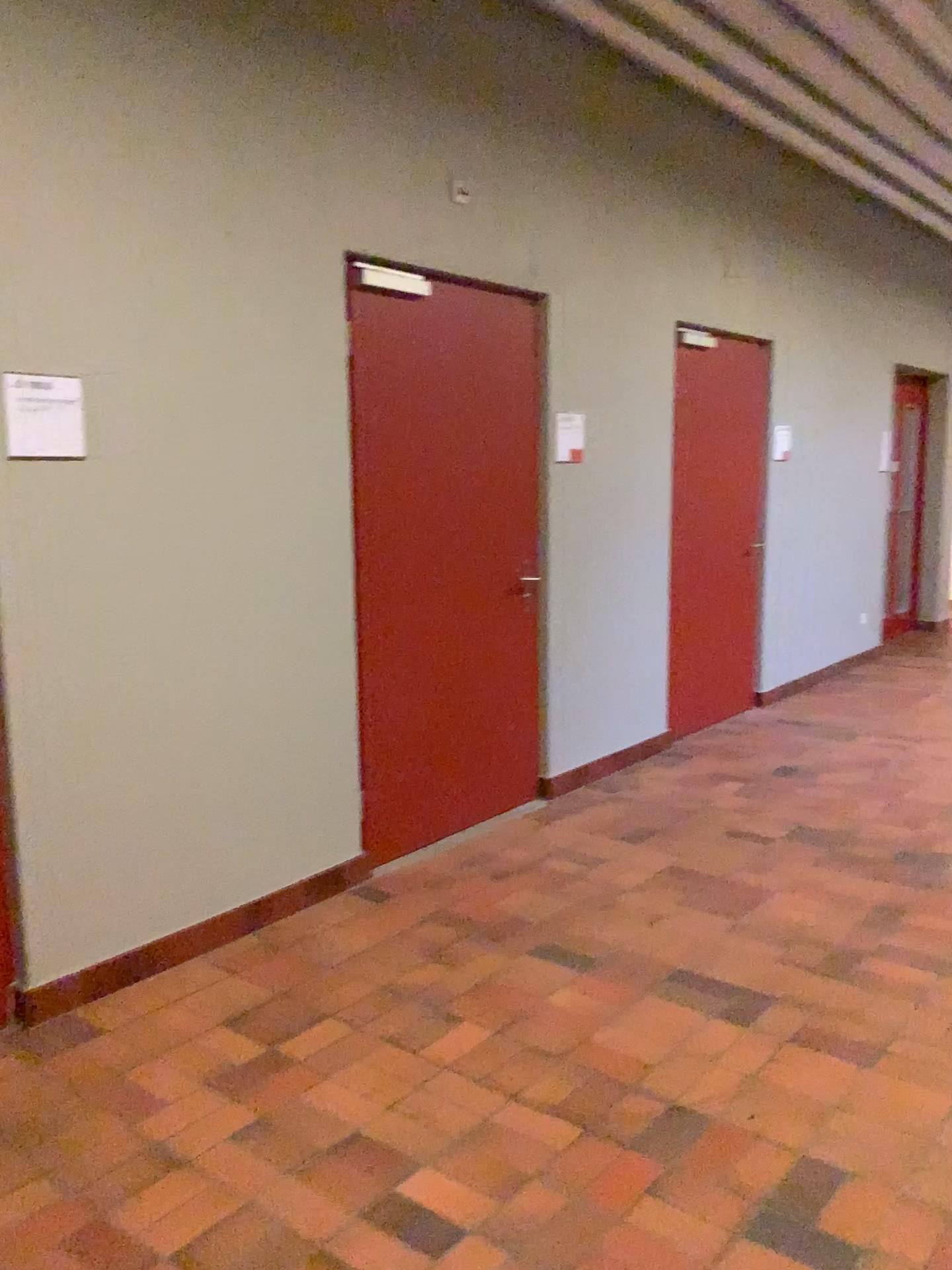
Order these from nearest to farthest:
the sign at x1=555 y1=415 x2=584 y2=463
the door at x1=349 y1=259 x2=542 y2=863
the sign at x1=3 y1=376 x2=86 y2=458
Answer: the sign at x1=3 y1=376 x2=86 y2=458, the door at x1=349 y1=259 x2=542 y2=863, the sign at x1=555 y1=415 x2=584 y2=463

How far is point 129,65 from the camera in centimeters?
284cm

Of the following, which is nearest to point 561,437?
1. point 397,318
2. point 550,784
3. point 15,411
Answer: point 397,318

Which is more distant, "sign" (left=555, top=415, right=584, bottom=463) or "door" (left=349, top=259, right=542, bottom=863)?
"sign" (left=555, top=415, right=584, bottom=463)

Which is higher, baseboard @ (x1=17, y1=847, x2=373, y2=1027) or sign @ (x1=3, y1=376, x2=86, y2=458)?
sign @ (x1=3, y1=376, x2=86, y2=458)

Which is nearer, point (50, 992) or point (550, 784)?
point (50, 992)

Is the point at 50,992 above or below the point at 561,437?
below

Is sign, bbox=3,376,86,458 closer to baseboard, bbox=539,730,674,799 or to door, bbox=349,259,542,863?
door, bbox=349,259,542,863

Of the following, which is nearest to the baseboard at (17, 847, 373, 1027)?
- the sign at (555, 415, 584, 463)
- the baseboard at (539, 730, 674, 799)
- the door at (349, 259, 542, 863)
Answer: the door at (349, 259, 542, 863)

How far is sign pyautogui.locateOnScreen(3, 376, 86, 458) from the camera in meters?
2.7 m
